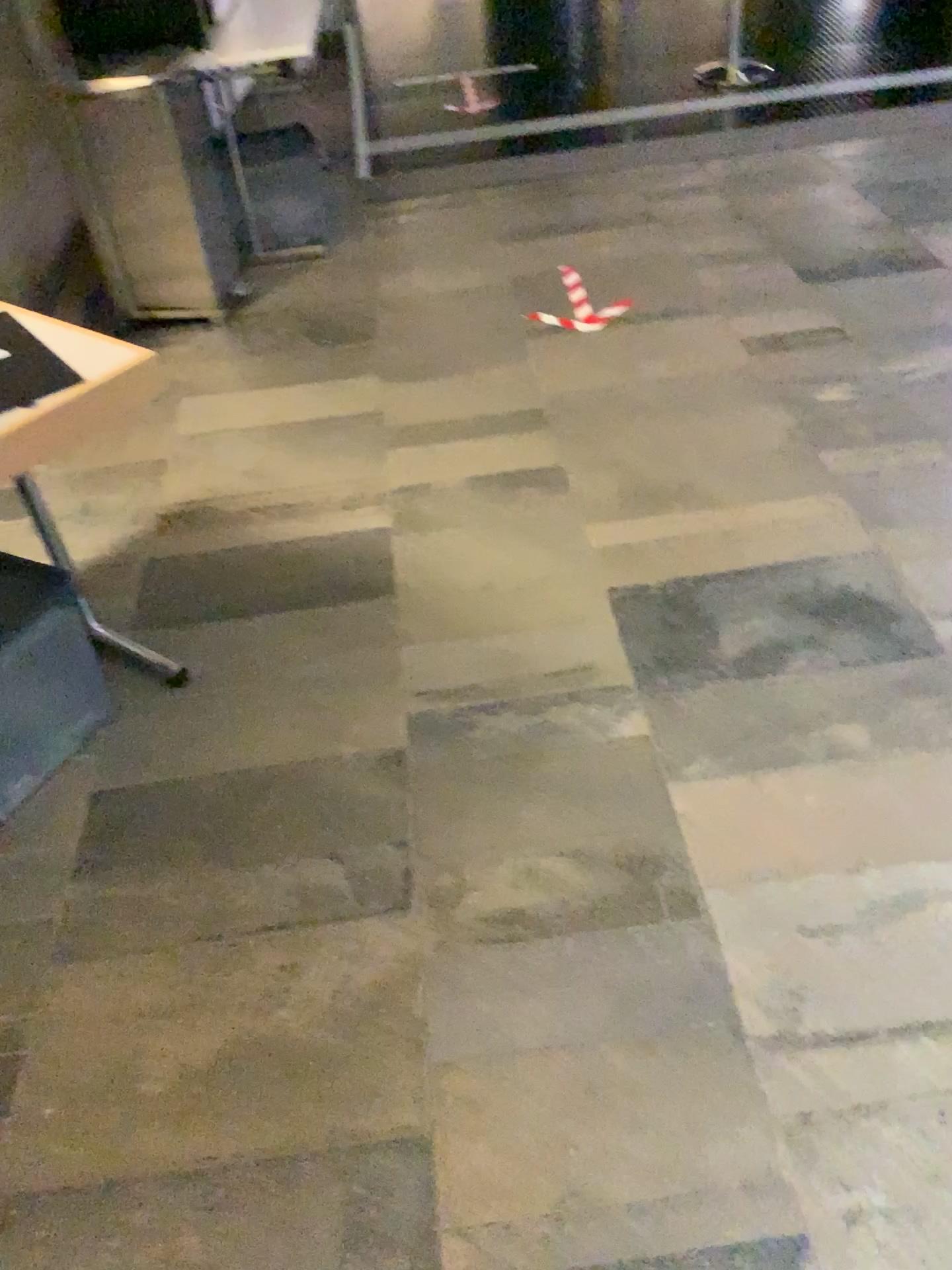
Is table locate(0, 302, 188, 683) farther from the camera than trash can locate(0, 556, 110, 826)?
No

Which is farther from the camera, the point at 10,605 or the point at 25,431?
the point at 10,605

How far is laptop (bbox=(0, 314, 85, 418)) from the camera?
1.75m

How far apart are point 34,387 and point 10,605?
0.40m

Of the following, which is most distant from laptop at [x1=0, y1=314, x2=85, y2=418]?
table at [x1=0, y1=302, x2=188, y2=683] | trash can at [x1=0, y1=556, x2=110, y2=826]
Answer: trash can at [x1=0, y1=556, x2=110, y2=826]

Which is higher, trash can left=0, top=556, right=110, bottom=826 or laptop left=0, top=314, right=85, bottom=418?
laptop left=0, top=314, right=85, bottom=418

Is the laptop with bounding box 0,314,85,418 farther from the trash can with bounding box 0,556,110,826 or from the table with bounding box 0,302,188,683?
the trash can with bounding box 0,556,110,826

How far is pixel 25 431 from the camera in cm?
162

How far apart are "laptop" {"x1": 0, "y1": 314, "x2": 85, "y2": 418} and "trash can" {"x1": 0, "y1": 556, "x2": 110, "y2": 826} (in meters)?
0.33

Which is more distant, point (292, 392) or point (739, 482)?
point (292, 392)
